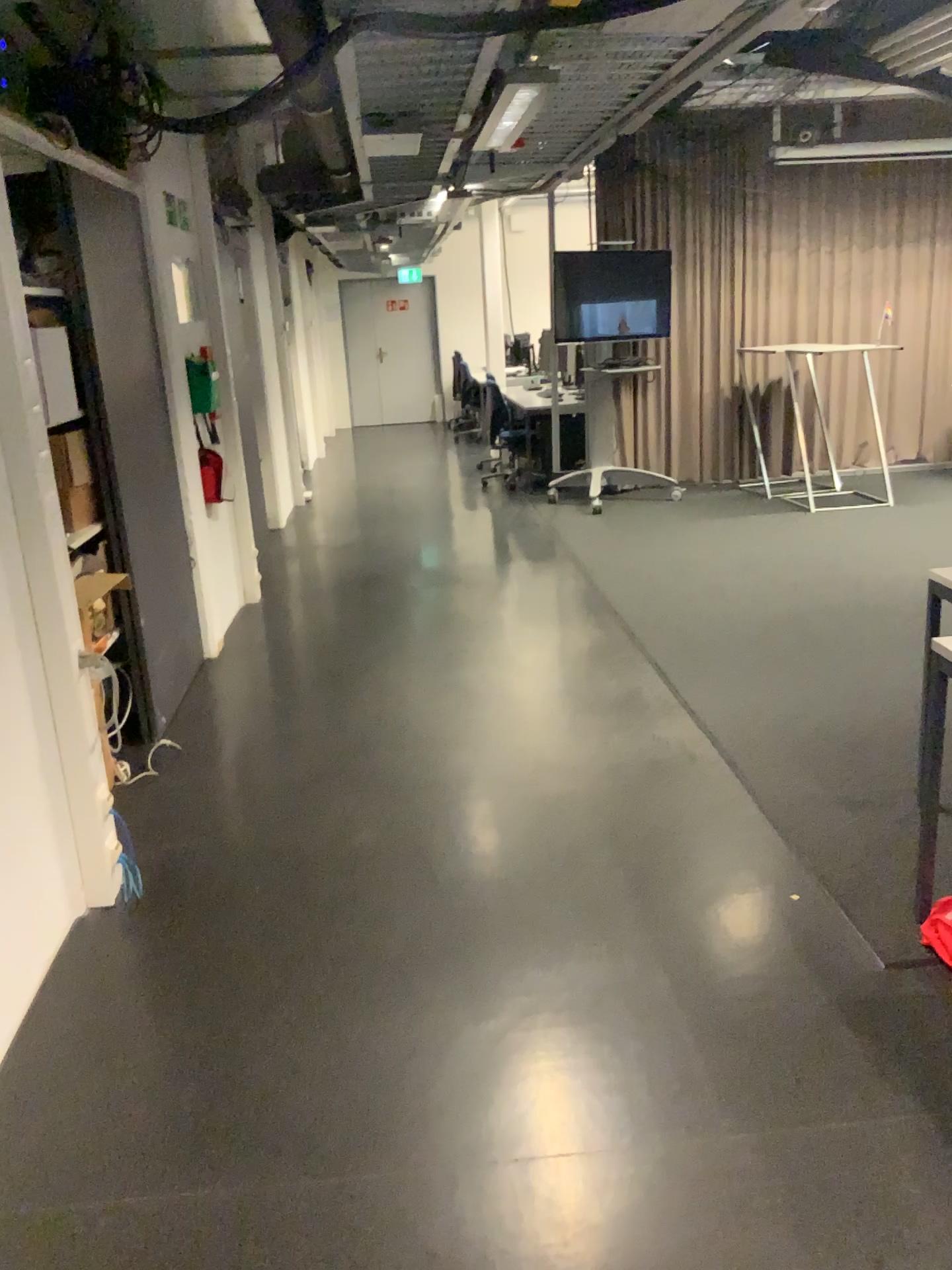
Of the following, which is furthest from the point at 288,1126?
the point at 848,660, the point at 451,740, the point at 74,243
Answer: the point at 848,660

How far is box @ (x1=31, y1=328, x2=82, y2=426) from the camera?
2.6m

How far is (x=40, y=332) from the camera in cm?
264
